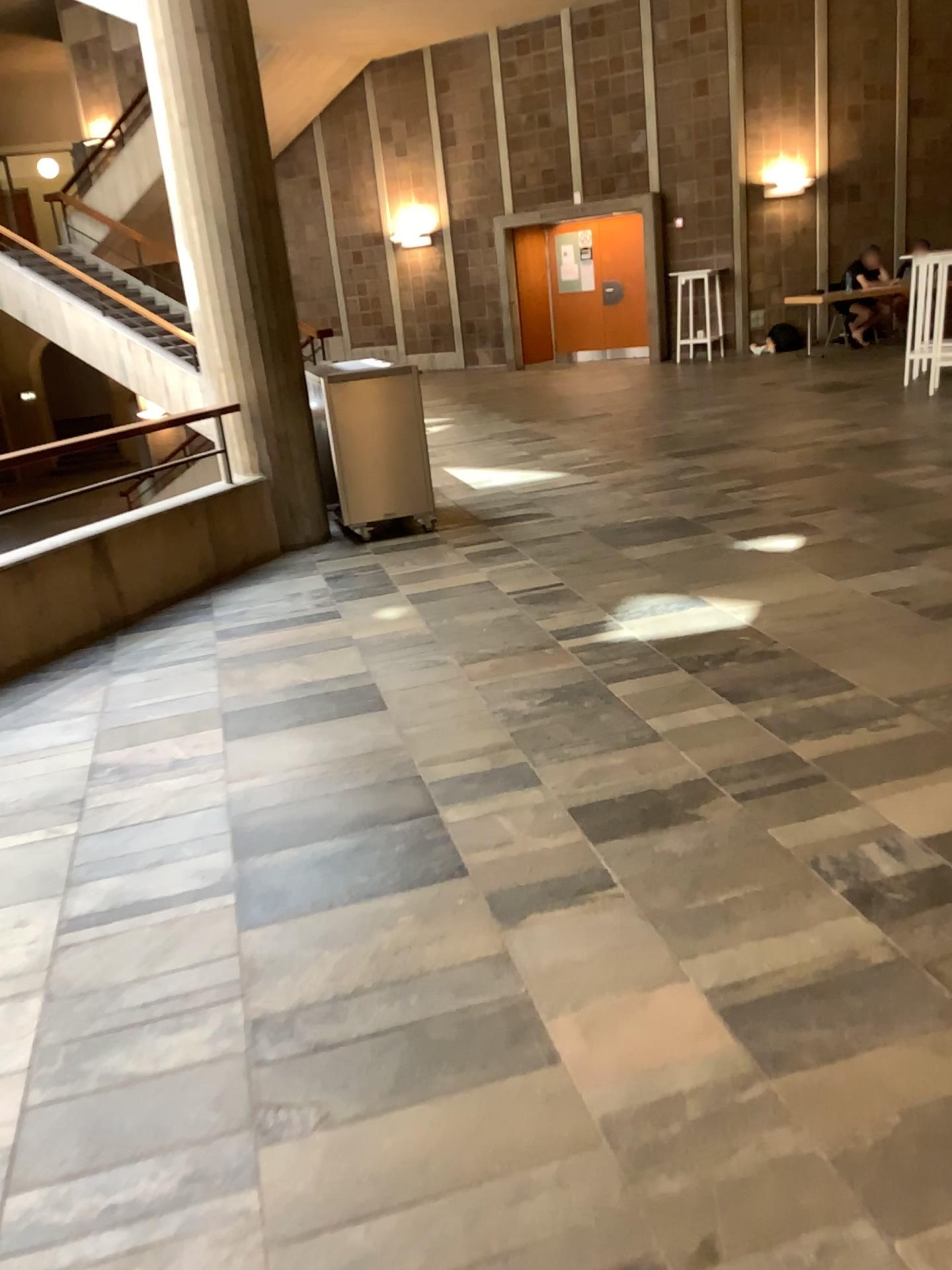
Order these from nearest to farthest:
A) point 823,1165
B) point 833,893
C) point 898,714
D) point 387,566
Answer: point 823,1165
point 833,893
point 898,714
point 387,566
